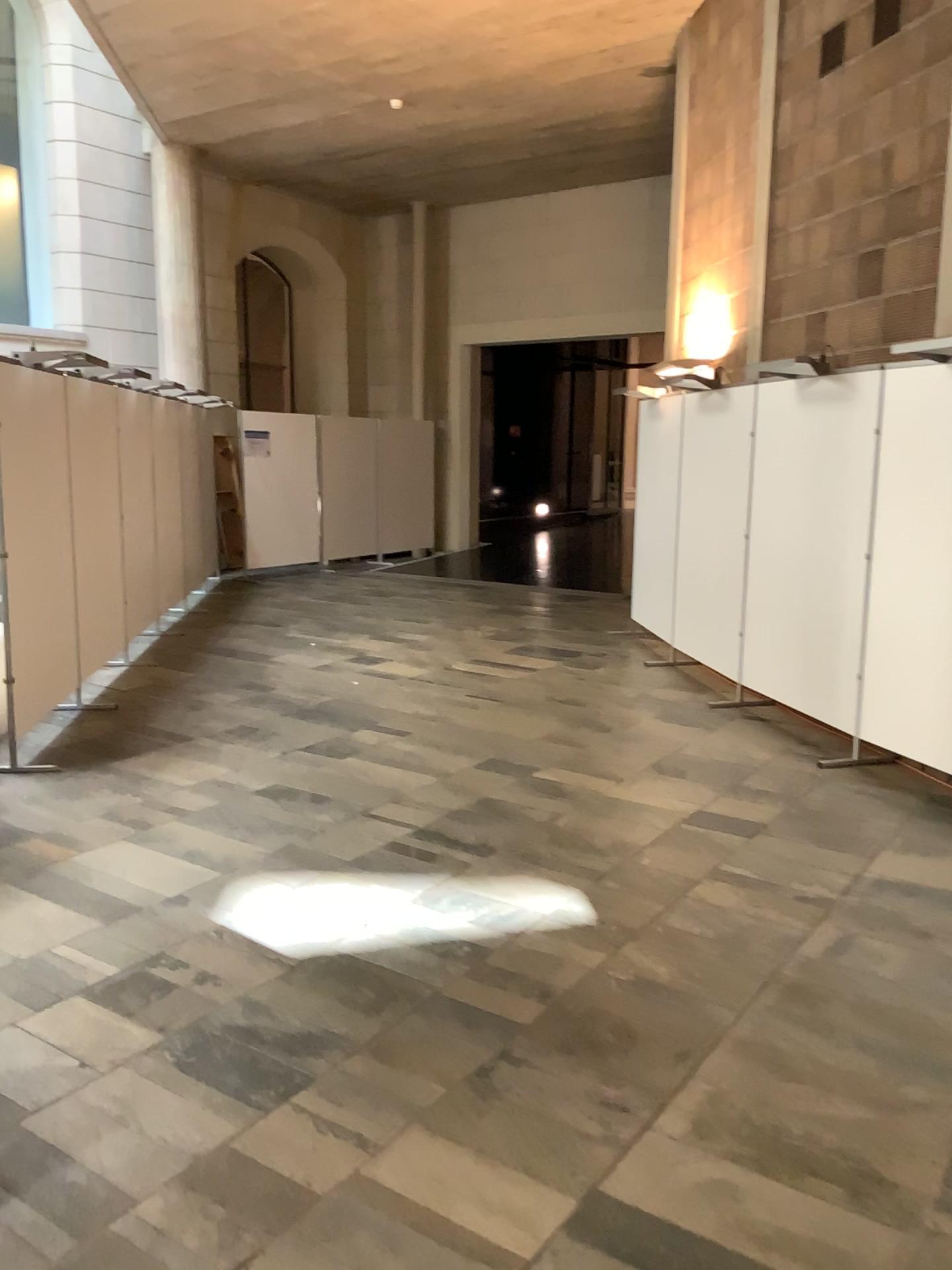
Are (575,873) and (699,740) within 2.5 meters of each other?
yes
